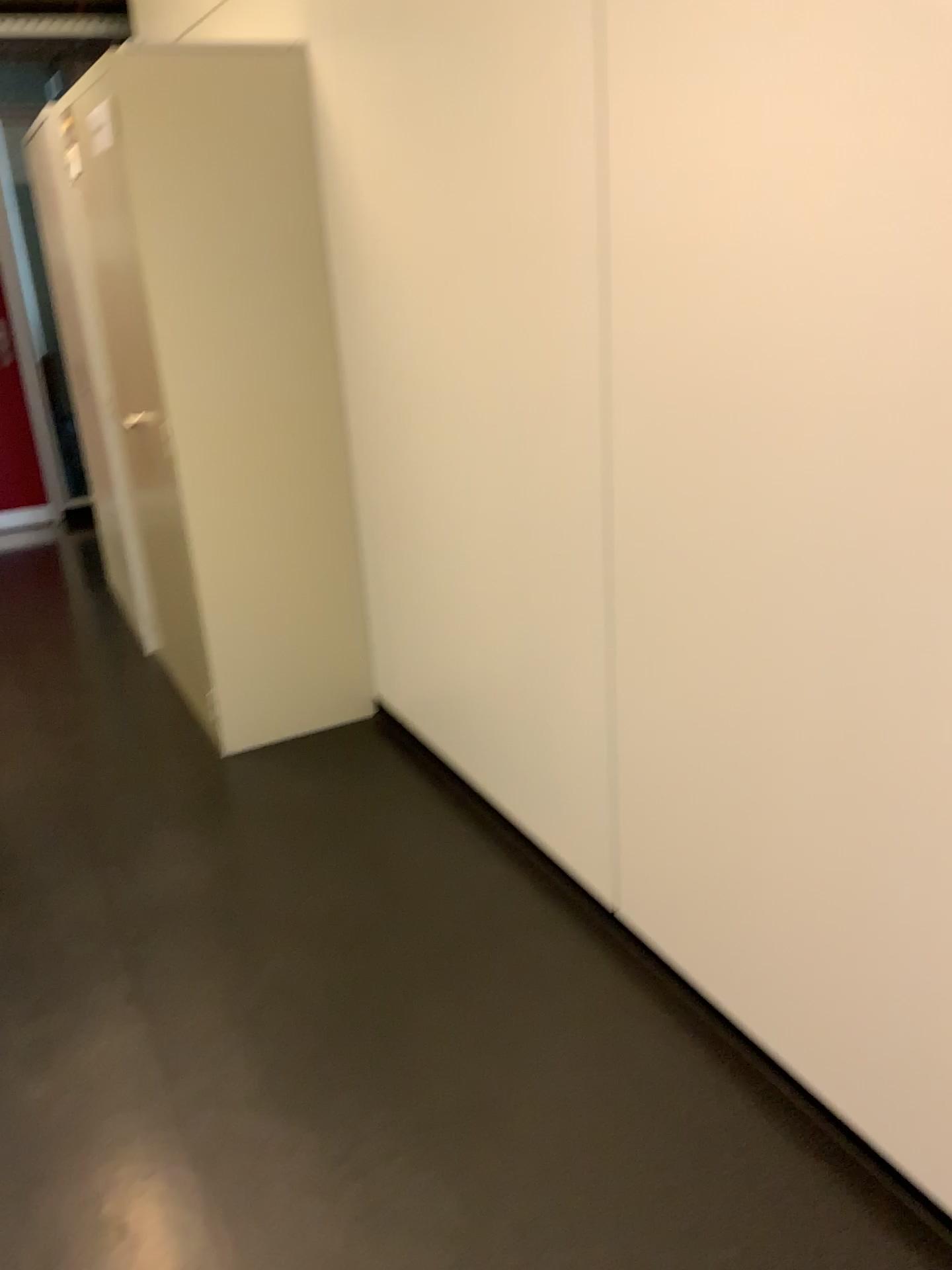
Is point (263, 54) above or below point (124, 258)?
above

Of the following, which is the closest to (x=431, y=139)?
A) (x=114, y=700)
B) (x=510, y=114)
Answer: (x=510, y=114)
